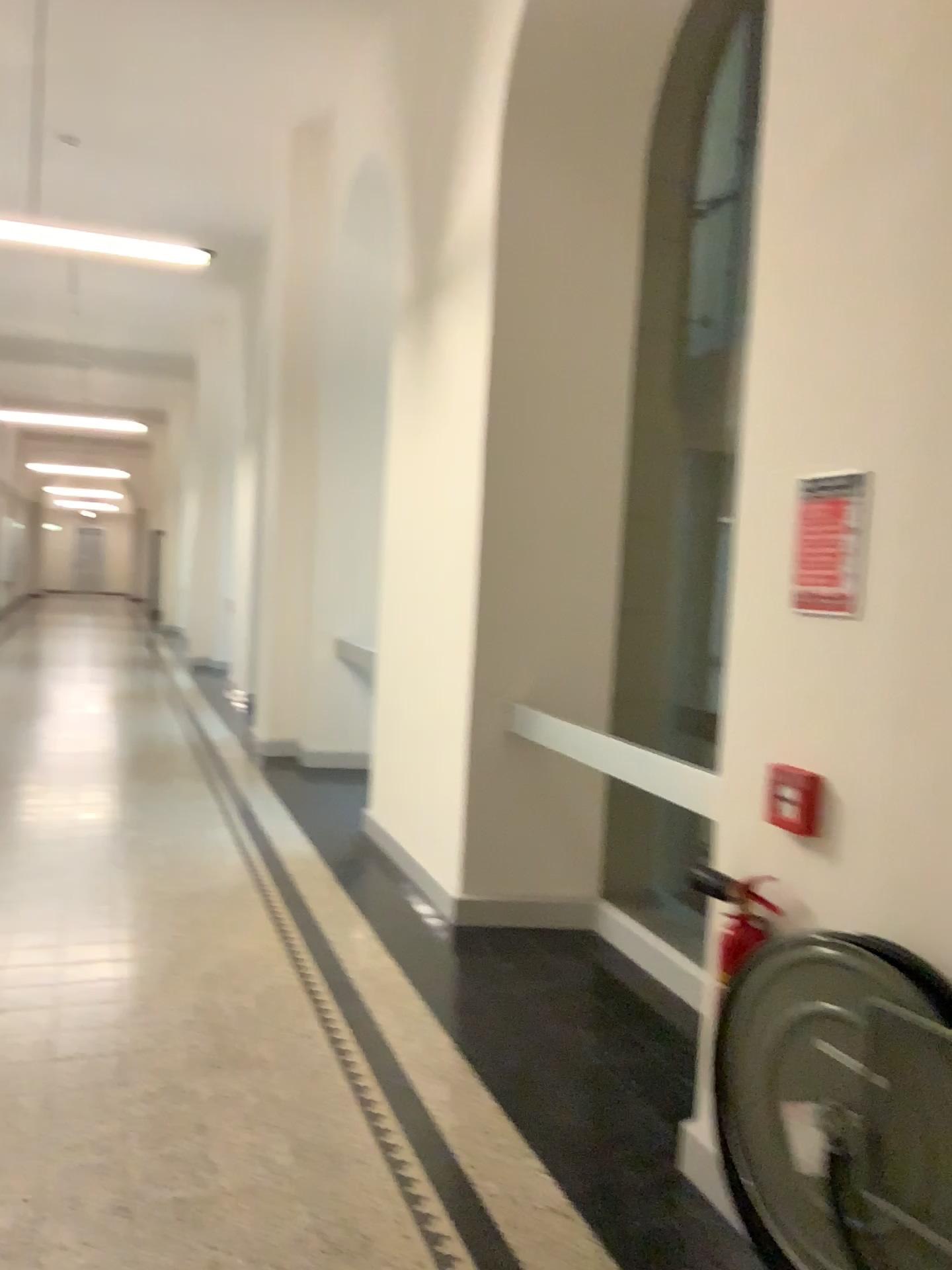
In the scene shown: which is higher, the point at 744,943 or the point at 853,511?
the point at 853,511

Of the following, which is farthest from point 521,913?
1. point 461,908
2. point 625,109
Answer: point 625,109

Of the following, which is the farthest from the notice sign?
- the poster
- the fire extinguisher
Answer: the fire extinguisher

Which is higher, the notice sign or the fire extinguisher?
the notice sign

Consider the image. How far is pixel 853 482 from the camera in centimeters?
223cm

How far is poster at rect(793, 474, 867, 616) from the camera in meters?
2.2 m

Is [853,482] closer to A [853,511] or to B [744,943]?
A [853,511]

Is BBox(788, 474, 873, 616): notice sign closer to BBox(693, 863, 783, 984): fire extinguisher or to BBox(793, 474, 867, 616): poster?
BBox(793, 474, 867, 616): poster
